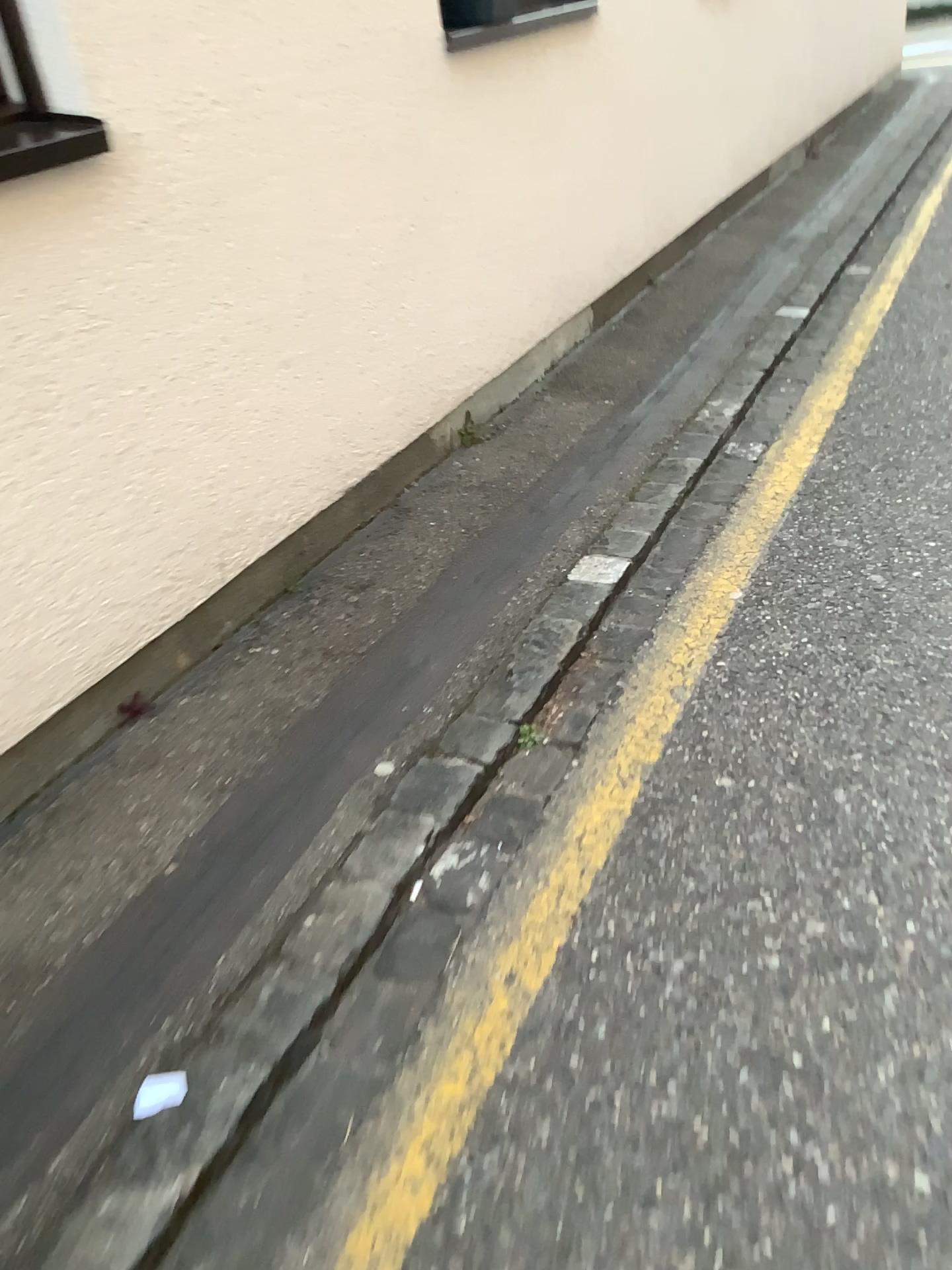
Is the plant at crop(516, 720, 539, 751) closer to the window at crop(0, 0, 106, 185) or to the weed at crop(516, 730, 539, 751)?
the weed at crop(516, 730, 539, 751)

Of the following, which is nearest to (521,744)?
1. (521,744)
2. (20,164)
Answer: (521,744)

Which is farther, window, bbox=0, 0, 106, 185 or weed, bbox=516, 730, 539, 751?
weed, bbox=516, 730, 539, 751

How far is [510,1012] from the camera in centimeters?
150cm

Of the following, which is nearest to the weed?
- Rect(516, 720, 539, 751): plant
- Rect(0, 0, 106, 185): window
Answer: Rect(516, 720, 539, 751): plant

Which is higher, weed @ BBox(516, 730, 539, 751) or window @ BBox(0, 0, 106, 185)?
window @ BBox(0, 0, 106, 185)

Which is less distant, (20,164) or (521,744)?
(20,164)

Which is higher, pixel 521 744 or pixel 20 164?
pixel 20 164
